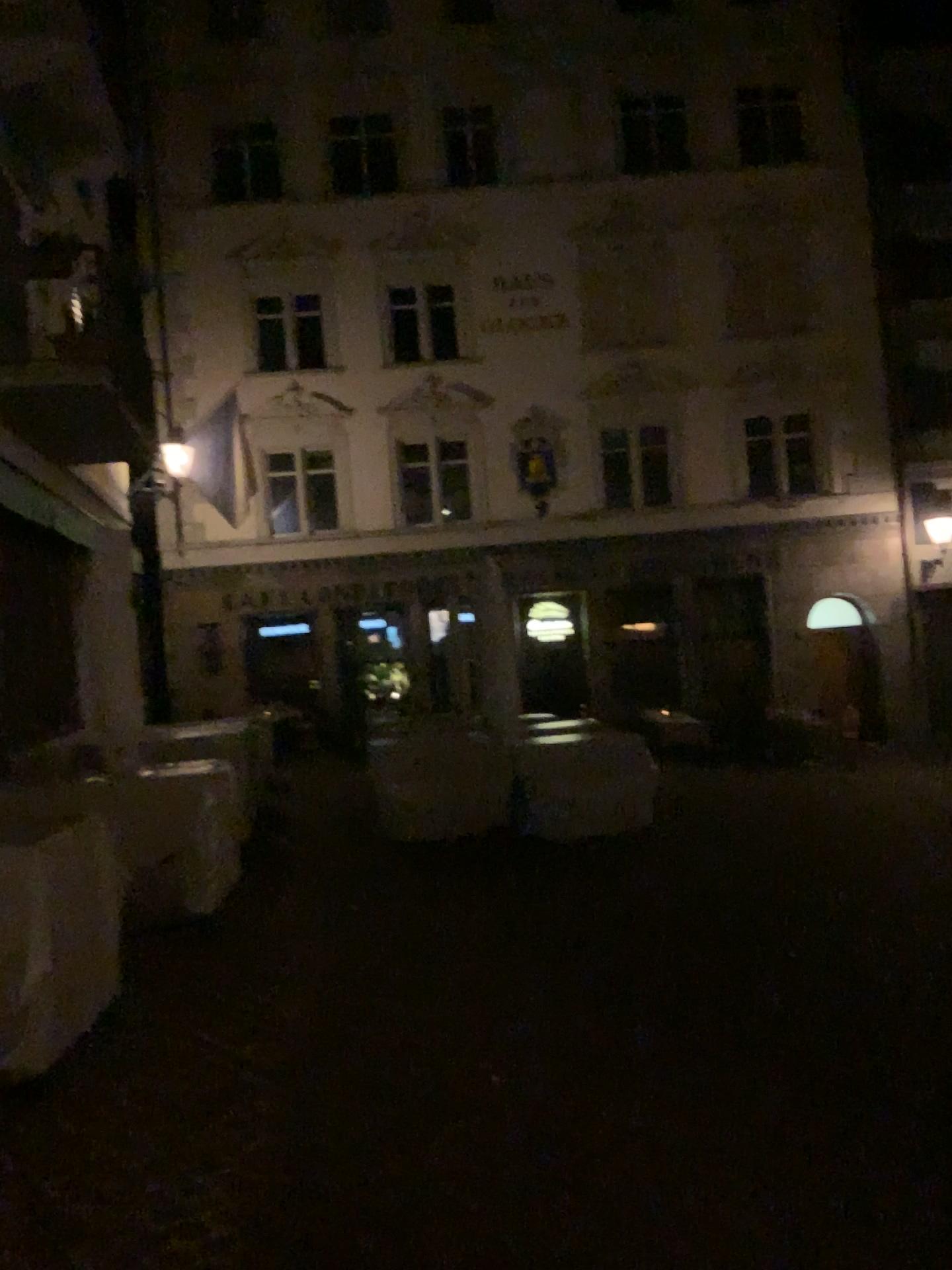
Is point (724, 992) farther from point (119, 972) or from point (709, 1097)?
point (119, 972)
